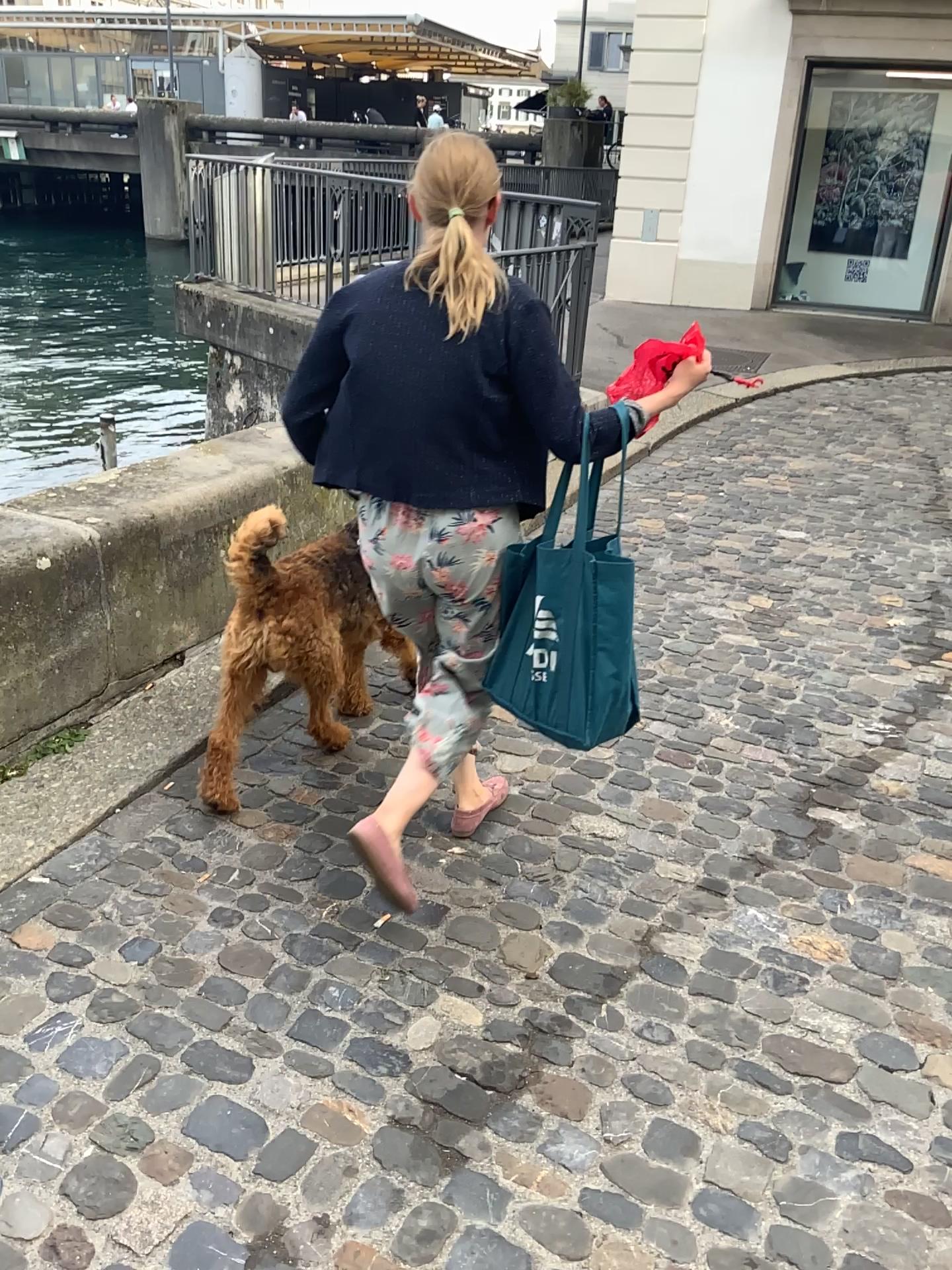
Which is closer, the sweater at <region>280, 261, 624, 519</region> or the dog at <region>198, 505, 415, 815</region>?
the sweater at <region>280, 261, 624, 519</region>

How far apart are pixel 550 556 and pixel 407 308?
0.5 meters

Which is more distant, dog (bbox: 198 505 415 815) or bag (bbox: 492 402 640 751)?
dog (bbox: 198 505 415 815)

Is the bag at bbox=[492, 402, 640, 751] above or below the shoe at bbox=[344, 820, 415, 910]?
above

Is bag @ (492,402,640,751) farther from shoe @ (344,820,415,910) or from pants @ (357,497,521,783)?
shoe @ (344,820,415,910)

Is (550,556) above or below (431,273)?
below

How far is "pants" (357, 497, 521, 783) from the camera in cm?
204

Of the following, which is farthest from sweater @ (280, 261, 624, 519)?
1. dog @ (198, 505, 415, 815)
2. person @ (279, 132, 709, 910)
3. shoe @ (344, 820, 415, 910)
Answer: shoe @ (344, 820, 415, 910)

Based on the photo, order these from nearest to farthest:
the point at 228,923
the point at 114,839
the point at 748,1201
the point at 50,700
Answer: the point at 748,1201 < the point at 228,923 < the point at 114,839 < the point at 50,700

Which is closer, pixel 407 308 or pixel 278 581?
pixel 407 308
